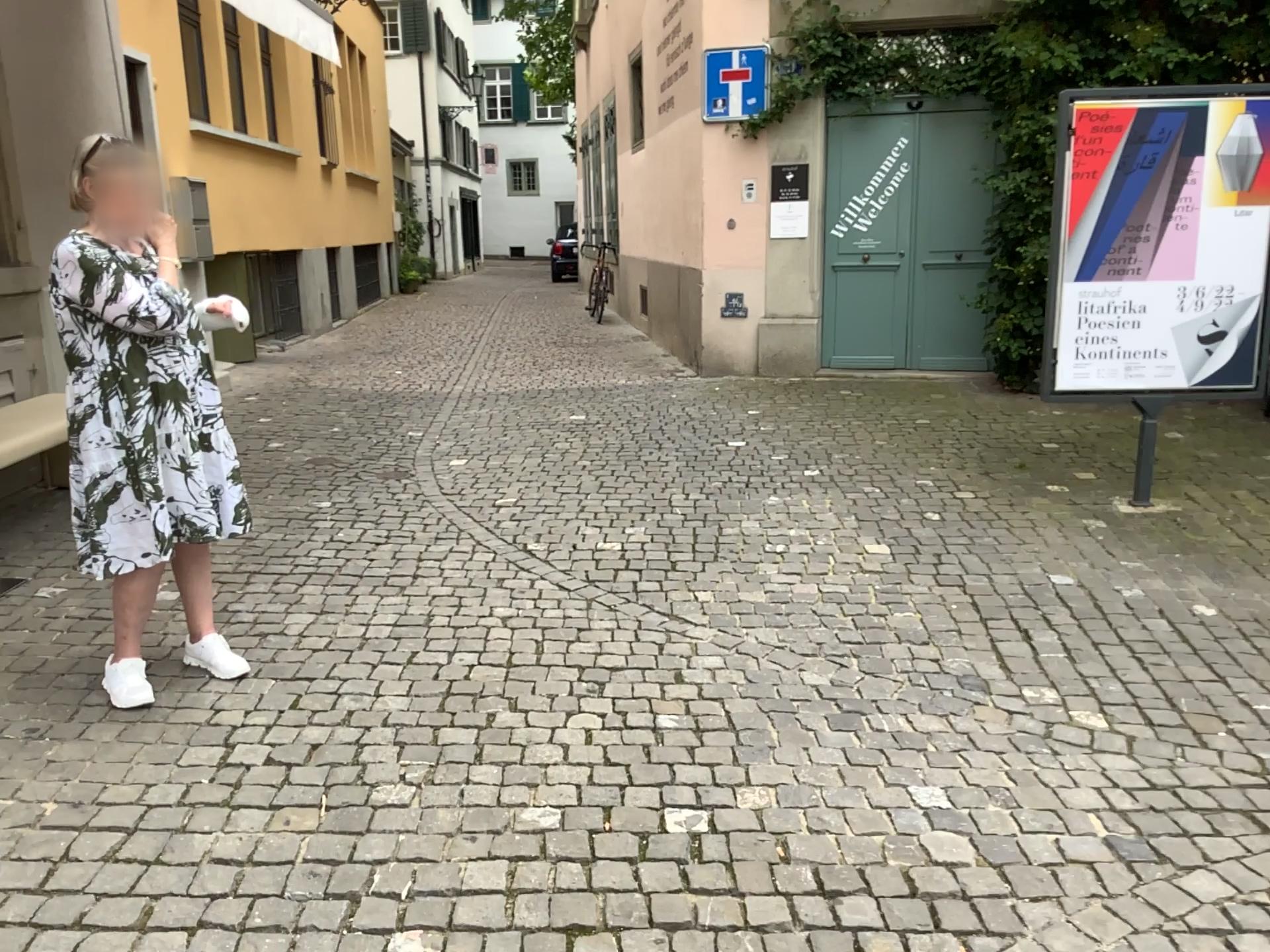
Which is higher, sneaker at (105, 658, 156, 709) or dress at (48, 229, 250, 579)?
dress at (48, 229, 250, 579)

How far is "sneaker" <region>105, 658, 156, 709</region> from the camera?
3.0m

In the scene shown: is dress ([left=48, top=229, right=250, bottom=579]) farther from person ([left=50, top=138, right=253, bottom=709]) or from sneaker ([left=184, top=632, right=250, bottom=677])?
sneaker ([left=184, top=632, right=250, bottom=677])

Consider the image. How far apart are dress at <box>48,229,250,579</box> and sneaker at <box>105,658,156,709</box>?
0.28m

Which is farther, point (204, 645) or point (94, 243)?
point (204, 645)

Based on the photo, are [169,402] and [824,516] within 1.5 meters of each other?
no

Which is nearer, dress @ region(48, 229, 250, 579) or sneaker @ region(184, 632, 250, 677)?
dress @ region(48, 229, 250, 579)

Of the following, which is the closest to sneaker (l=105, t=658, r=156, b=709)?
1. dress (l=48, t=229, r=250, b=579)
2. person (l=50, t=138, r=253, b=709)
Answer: person (l=50, t=138, r=253, b=709)

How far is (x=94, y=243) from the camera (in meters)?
2.82

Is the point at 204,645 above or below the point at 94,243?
below
